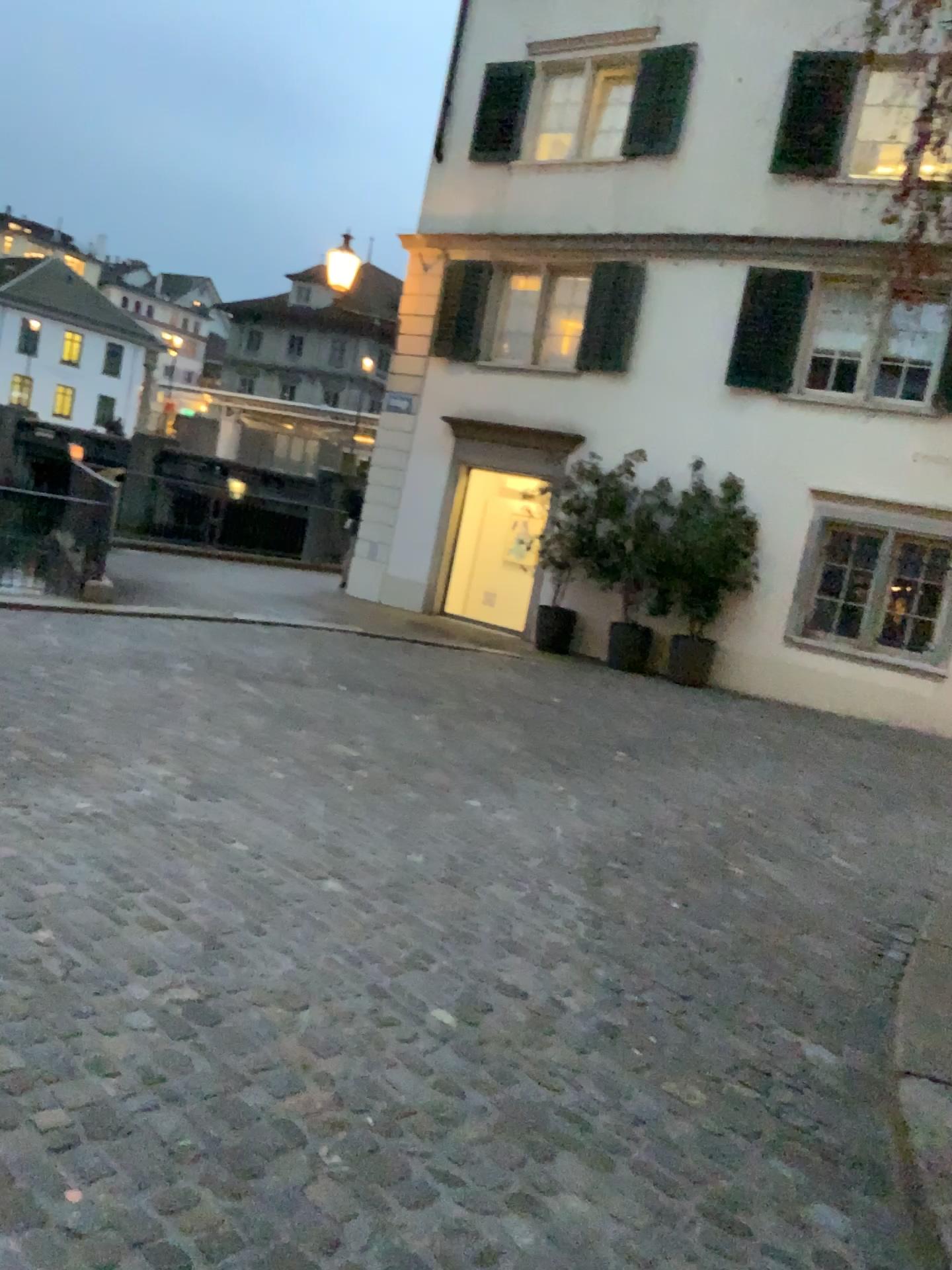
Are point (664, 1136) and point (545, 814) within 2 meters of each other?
no
